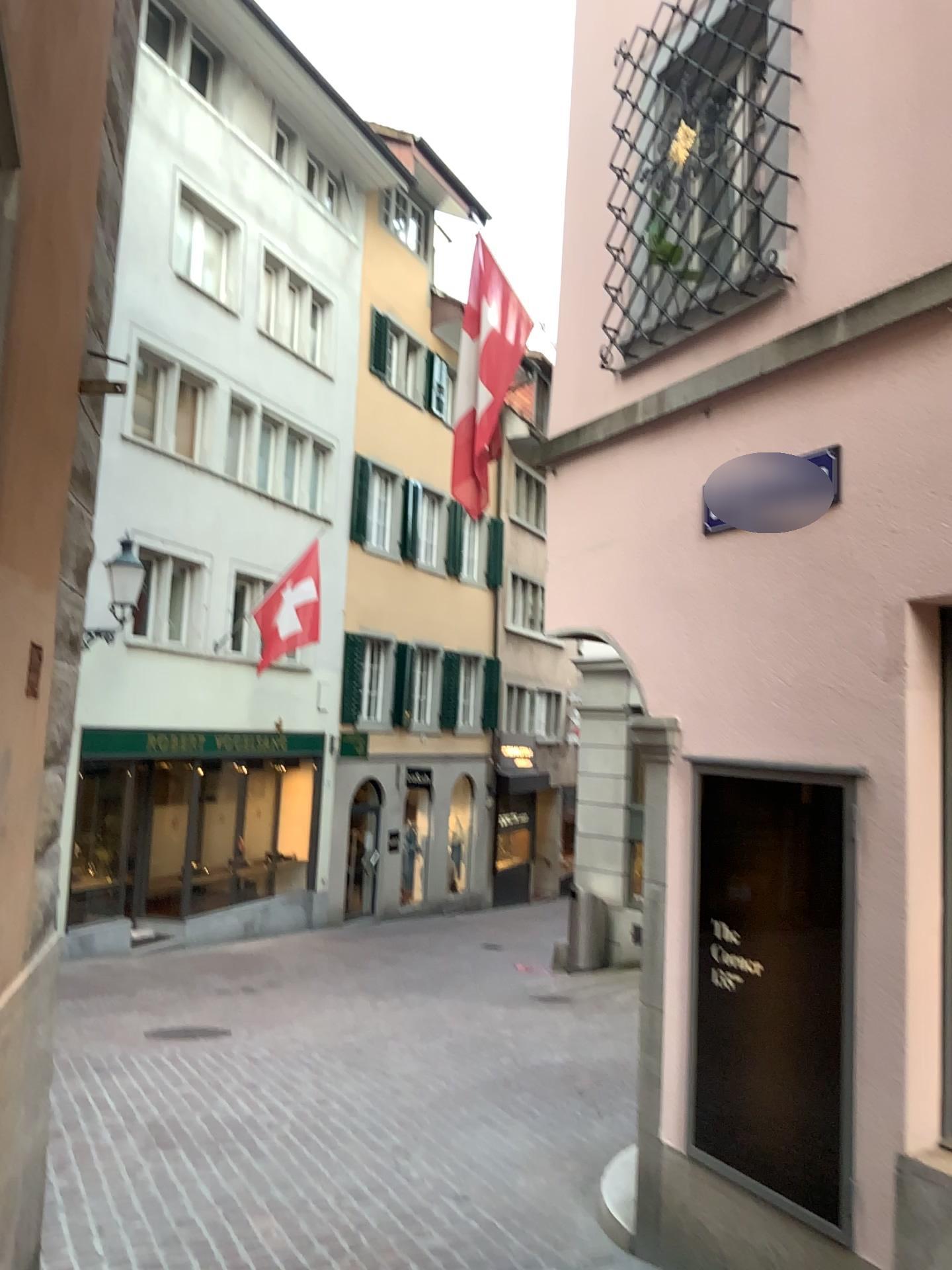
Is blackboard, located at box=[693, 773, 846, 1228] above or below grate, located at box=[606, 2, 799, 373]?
below

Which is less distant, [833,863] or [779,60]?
[833,863]

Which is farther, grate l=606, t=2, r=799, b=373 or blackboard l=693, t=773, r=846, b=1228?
grate l=606, t=2, r=799, b=373

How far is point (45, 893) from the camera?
3.0 meters

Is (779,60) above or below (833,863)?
above
